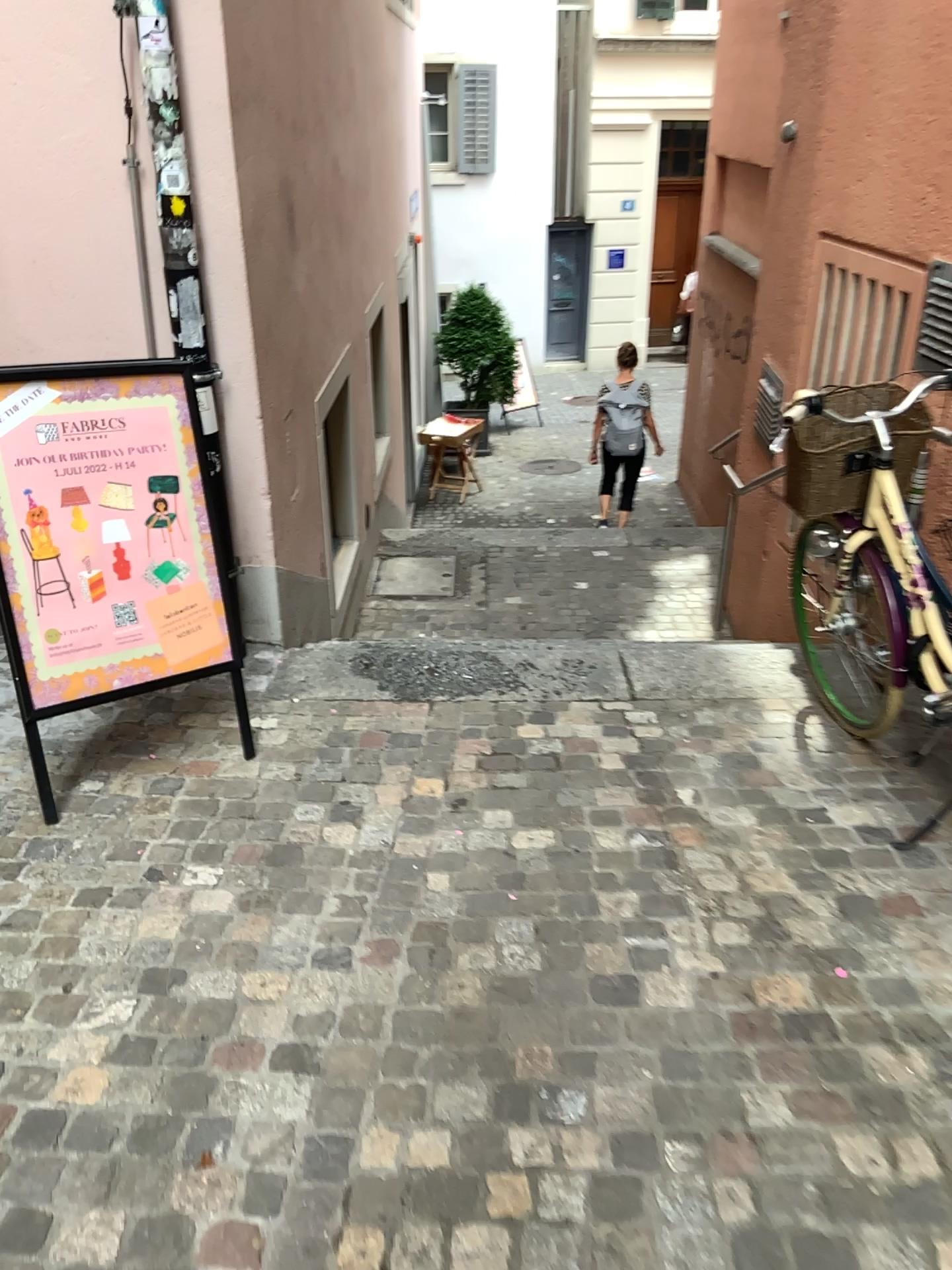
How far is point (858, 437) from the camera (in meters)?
2.79

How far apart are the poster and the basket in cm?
166

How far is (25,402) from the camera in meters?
2.7 m

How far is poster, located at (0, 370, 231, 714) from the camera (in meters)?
2.72

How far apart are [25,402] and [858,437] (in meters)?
2.16

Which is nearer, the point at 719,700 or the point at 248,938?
the point at 248,938

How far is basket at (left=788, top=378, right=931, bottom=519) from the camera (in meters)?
2.79
